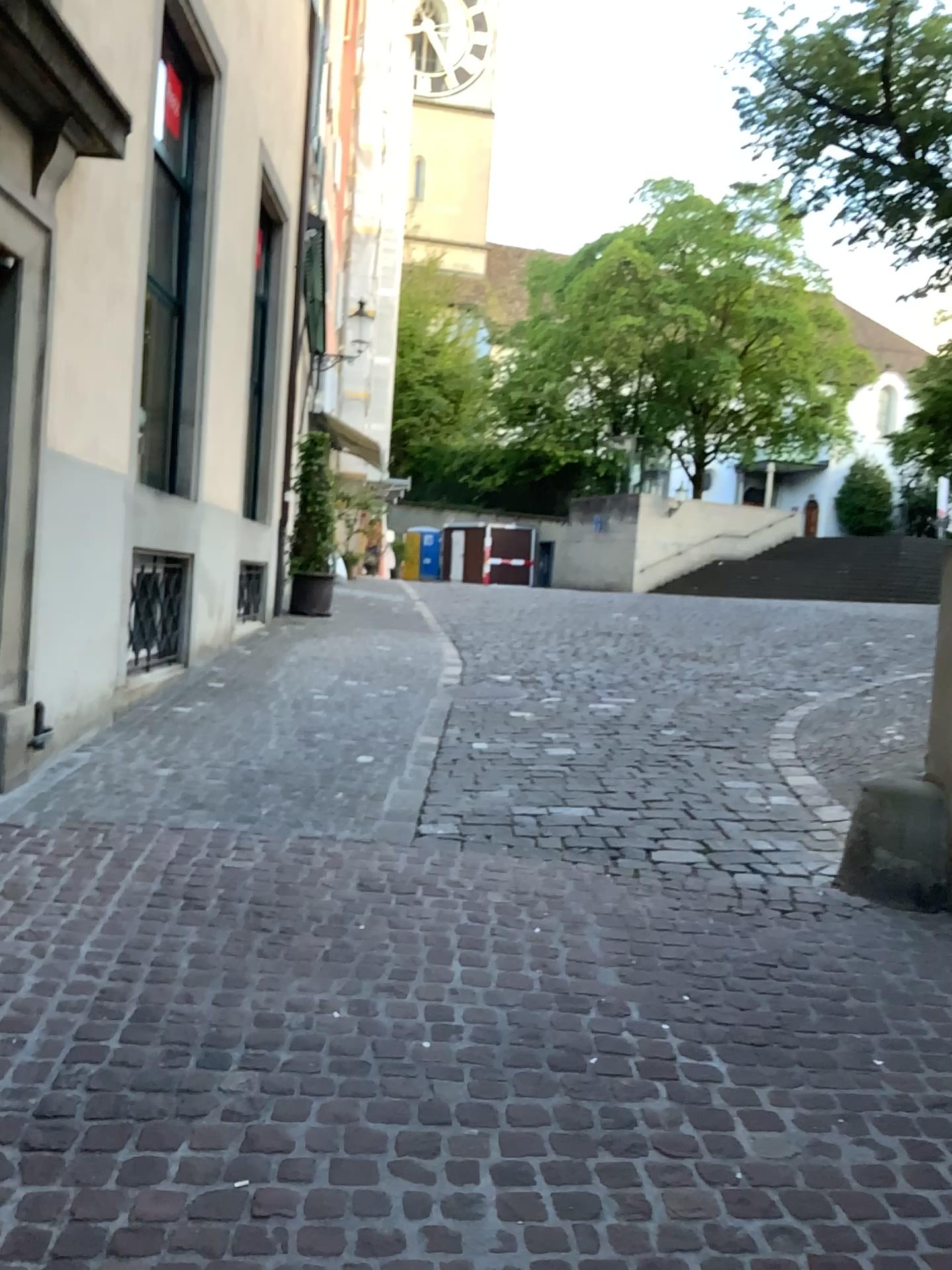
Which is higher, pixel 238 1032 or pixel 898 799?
pixel 898 799
